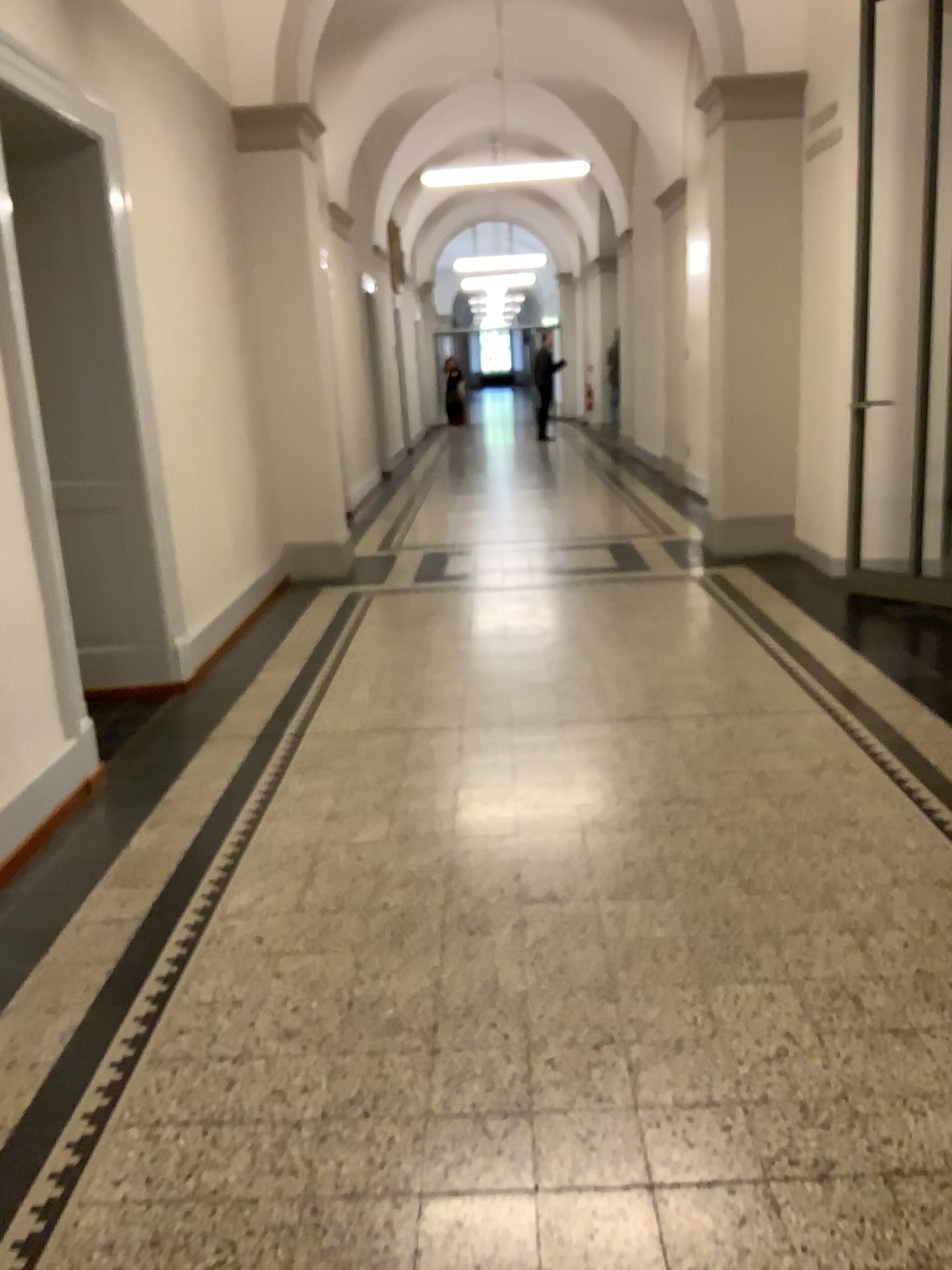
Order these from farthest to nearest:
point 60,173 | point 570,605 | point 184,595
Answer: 1. point 570,605
2. point 184,595
3. point 60,173
